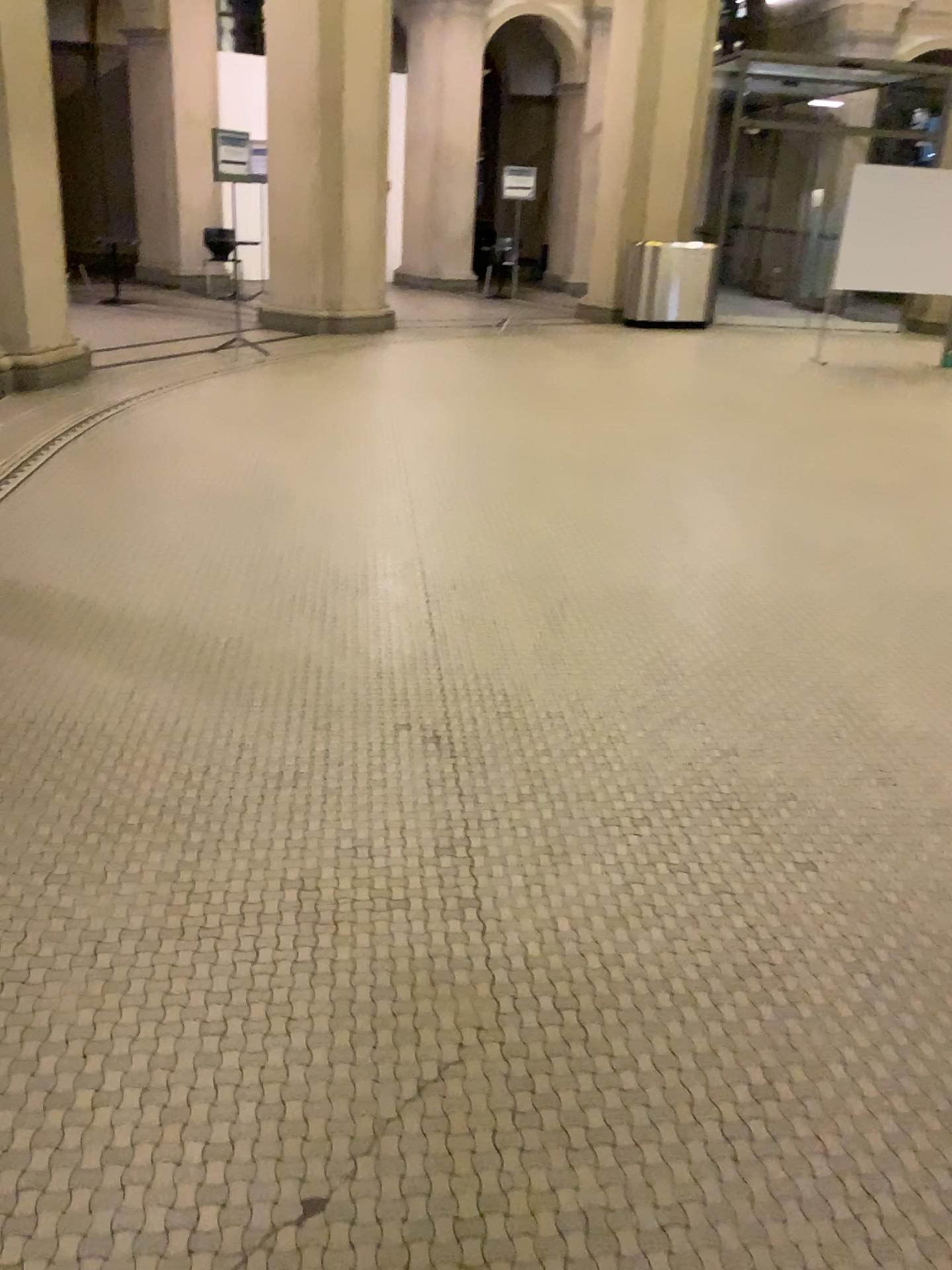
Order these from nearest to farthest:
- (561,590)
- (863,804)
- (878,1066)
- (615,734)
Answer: (878,1066) → (863,804) → (615,734) → (561,590)
